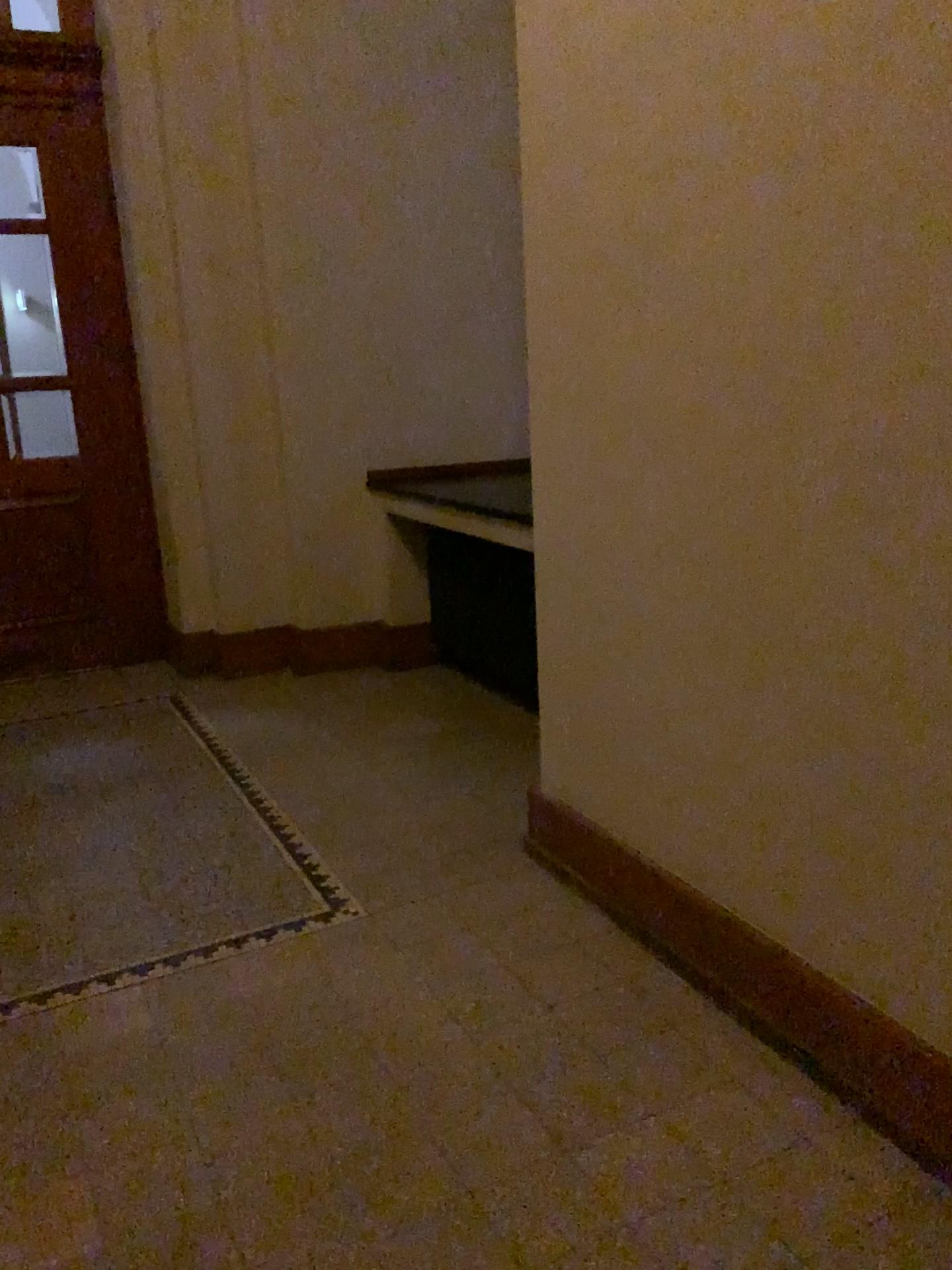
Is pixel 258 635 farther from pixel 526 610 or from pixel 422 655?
pixel 526 610

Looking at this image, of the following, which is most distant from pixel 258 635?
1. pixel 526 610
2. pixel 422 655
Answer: pixel 526 610

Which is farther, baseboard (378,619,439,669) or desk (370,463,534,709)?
baseboard (378,619,439,669)

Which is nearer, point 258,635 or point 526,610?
point 526,610

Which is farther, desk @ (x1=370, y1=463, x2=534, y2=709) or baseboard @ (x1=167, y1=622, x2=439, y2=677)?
baseboard @ (x1=167, y1=622, x2=439, y2=677)

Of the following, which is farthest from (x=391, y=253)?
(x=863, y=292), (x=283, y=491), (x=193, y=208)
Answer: (x=863, y=292)
